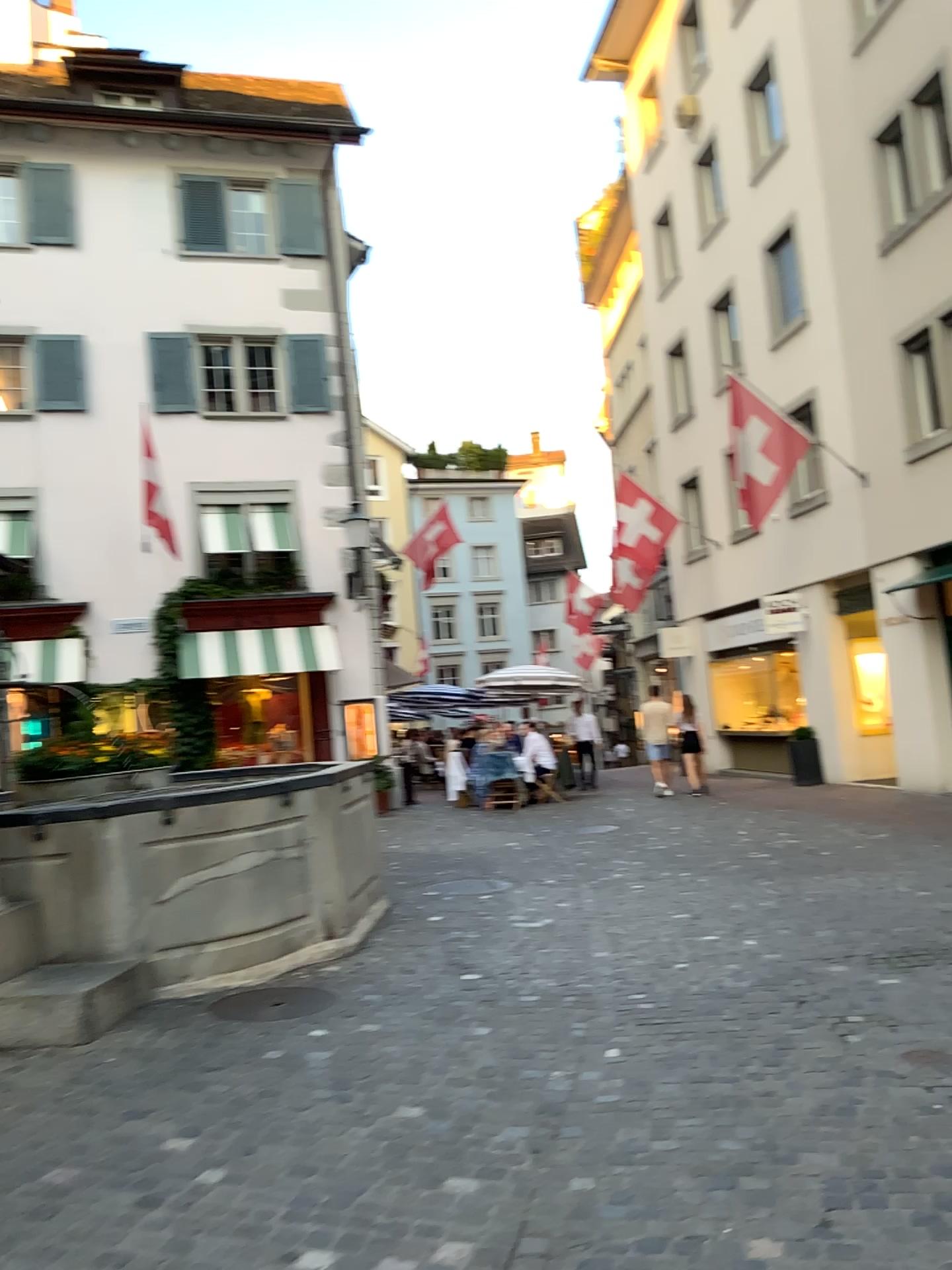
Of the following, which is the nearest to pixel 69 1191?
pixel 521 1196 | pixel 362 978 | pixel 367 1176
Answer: pixel 367 1176
